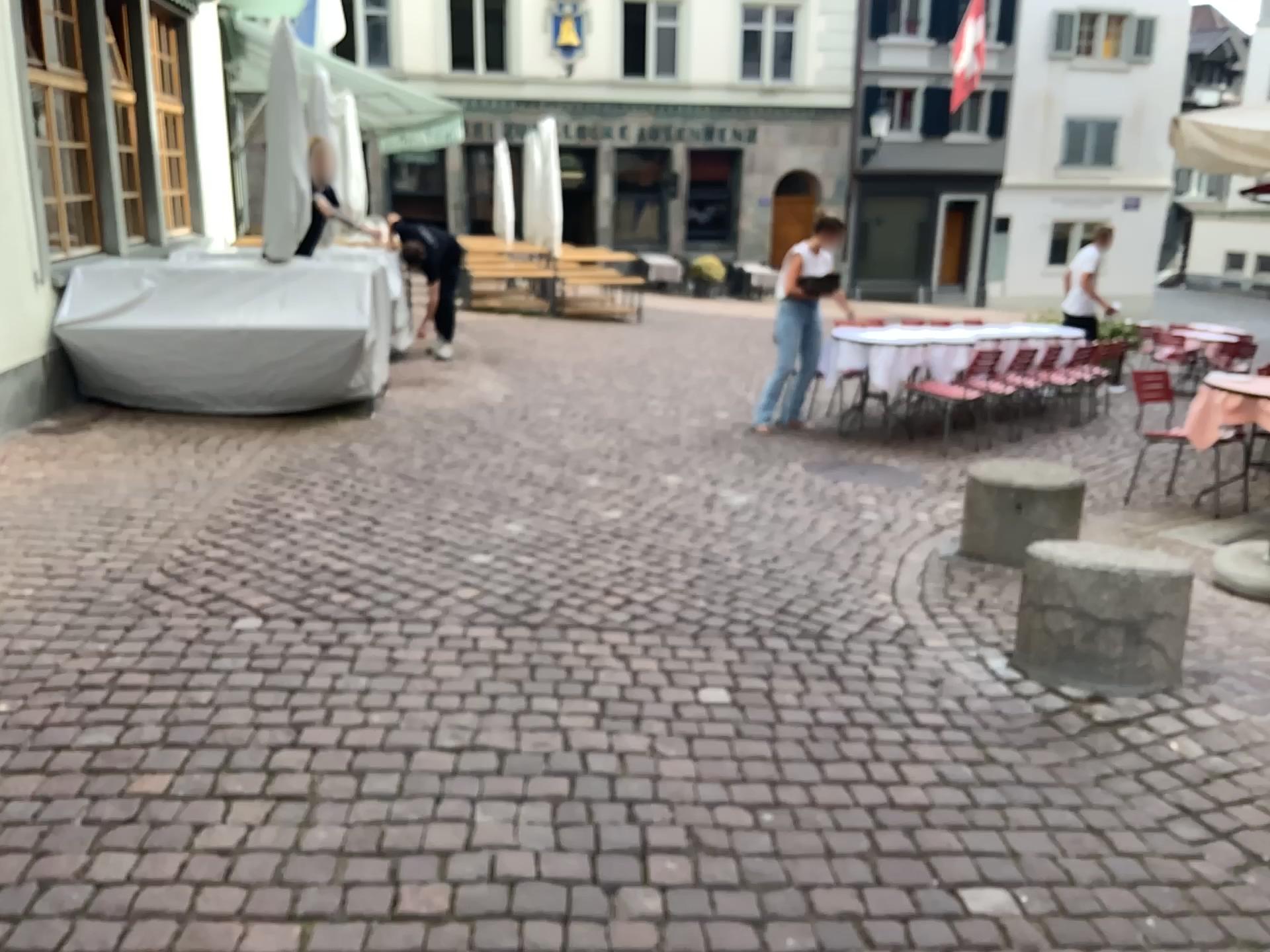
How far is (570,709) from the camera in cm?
302
